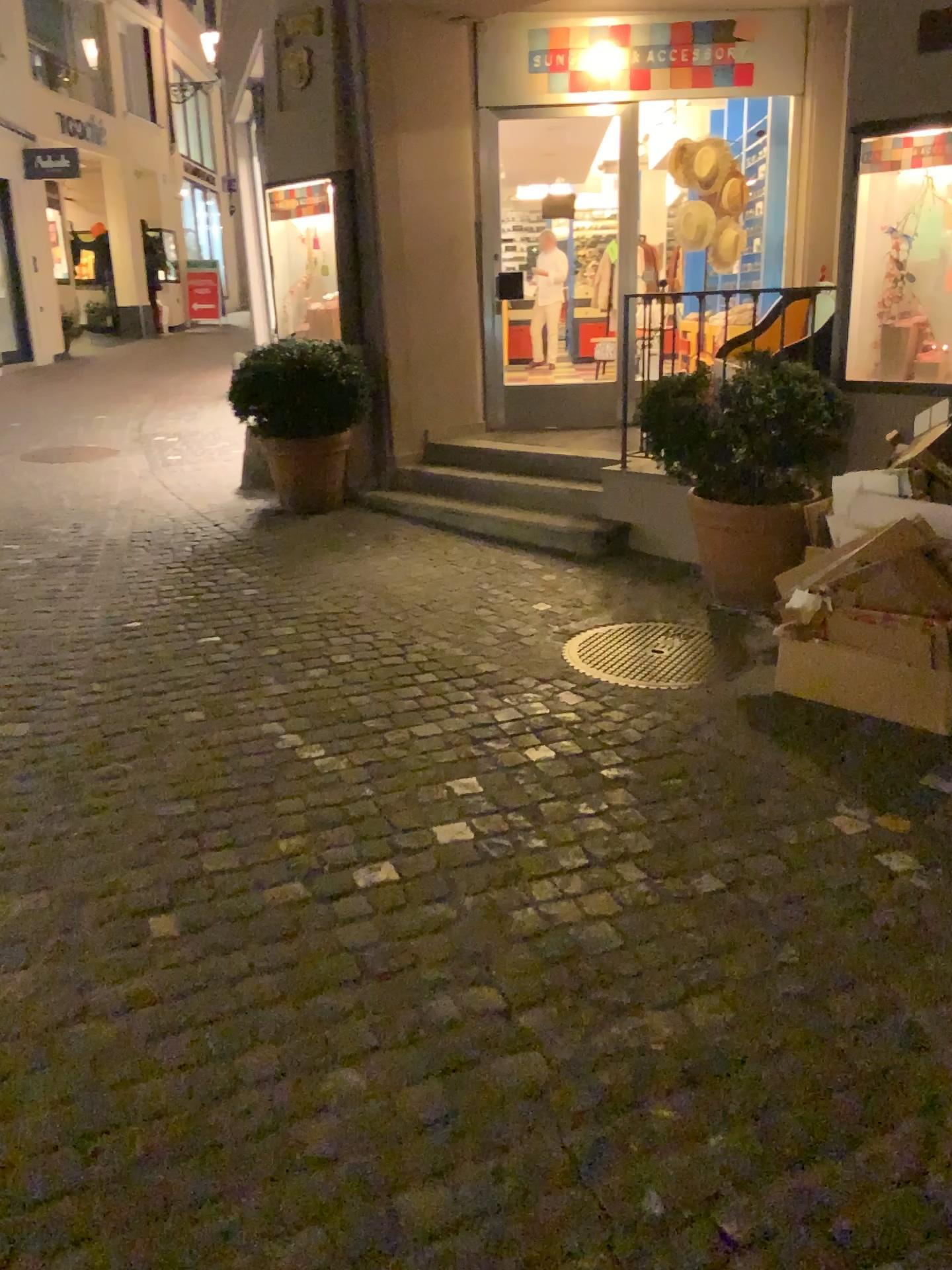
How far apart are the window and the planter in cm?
65

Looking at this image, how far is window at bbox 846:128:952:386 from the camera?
4.0 meters

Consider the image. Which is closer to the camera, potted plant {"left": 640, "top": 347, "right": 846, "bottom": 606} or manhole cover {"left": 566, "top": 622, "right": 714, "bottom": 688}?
manhole cover {"left": 566, "top": 622, "right": 714, "bottom": 688}

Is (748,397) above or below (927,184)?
below

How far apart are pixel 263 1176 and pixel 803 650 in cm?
249

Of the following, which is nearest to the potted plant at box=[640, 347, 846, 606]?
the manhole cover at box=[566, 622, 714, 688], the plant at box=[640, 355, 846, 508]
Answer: the plant at box=[640, 355, 846, 508]

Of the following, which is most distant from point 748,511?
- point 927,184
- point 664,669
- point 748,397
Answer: point 927,184

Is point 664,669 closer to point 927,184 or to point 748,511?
point 748,511

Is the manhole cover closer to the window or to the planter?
the planter

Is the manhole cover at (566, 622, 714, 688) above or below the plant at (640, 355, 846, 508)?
below
